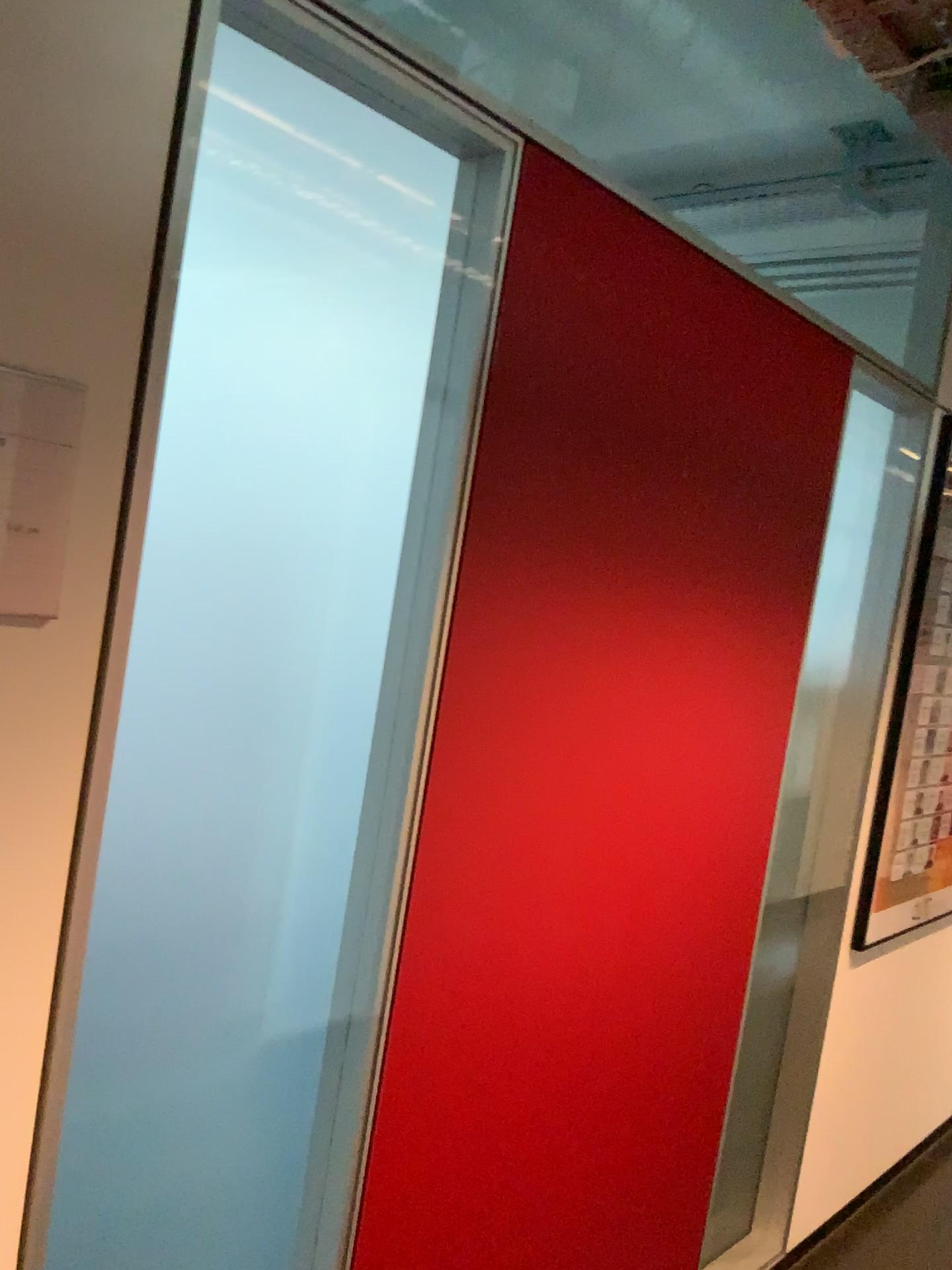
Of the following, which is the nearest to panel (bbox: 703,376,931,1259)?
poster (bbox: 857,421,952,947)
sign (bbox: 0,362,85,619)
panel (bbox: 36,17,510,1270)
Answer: poster (bbox: 857,421,952,947)

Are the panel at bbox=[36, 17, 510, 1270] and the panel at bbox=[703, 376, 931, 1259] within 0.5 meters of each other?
no

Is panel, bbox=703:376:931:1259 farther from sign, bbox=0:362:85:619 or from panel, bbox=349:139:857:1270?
sign, bbox=0:362:85:619

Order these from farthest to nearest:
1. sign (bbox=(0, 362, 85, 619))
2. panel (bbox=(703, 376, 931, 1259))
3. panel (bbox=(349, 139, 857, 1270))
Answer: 1. panel (bbox=(703, 376, 931, 1259))
2. panel (bbox=(349, 139, 857, 1270))
3. sign (bbox=(0, 362, 85, 619))

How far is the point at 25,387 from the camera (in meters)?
0.93

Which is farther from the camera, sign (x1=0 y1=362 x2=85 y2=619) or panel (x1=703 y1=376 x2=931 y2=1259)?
panel (x1=703 y1=376 x2=931 y2=1259)

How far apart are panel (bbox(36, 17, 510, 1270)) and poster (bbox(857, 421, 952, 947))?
1.6m

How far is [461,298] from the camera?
1.38m

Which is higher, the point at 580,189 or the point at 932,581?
the point at 580,189

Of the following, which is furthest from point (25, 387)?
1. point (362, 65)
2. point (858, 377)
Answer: point (858, 377)
